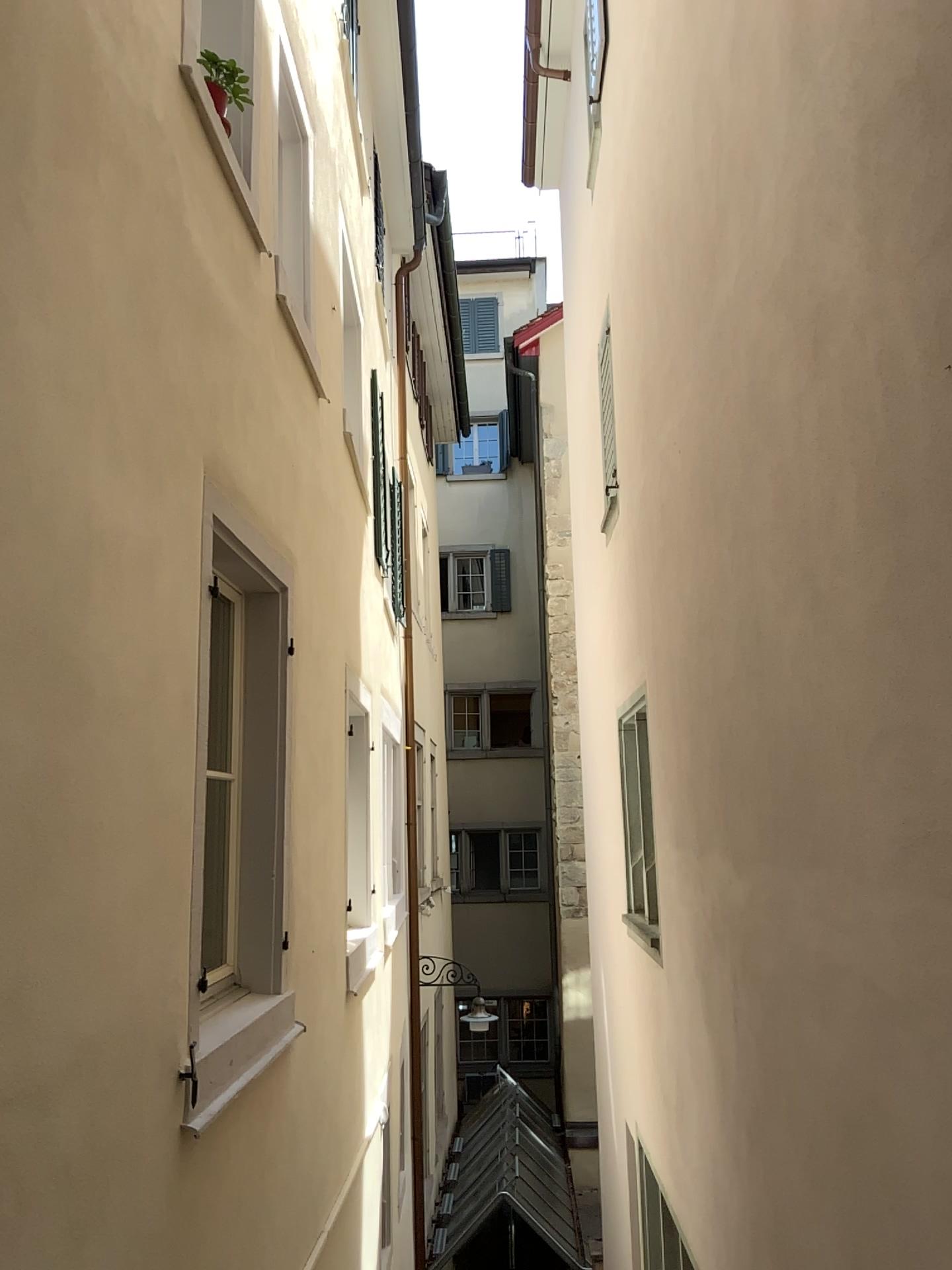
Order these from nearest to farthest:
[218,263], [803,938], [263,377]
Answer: [803,938], [218,263], [263,377]
